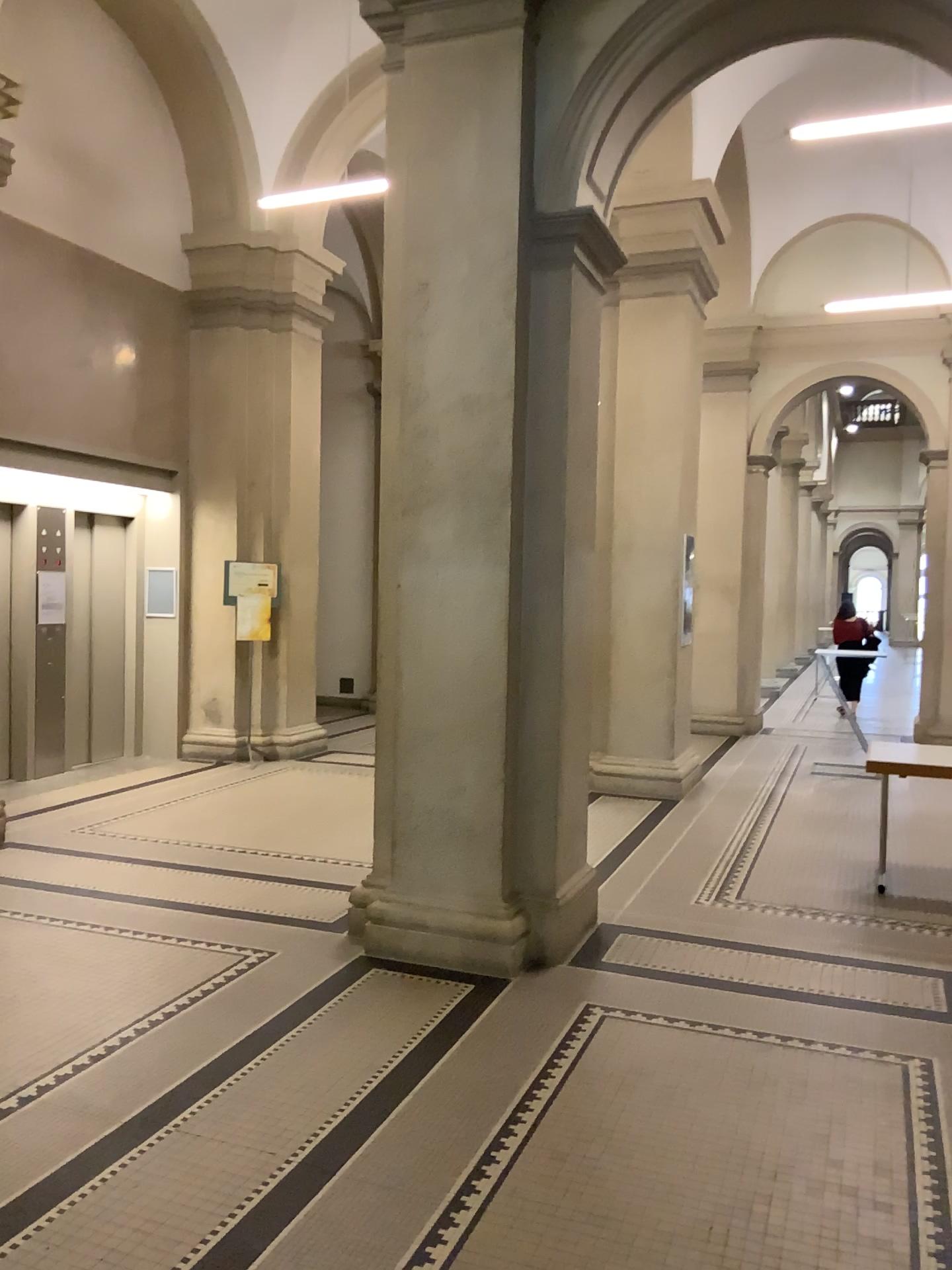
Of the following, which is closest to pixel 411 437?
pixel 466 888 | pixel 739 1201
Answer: pixel 466 888

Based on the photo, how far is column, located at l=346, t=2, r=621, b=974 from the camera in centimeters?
445cm

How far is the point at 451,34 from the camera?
4.4 meters
